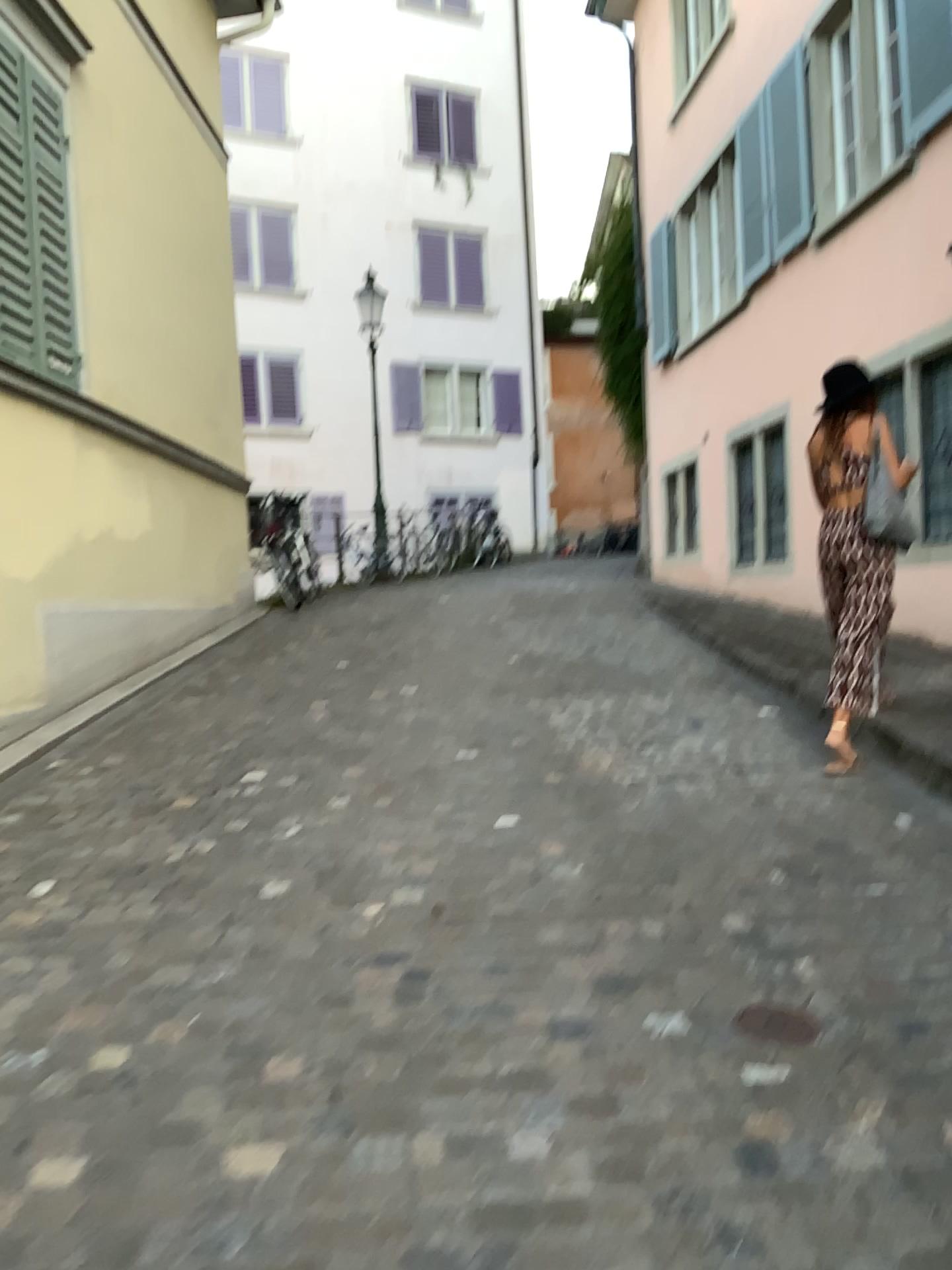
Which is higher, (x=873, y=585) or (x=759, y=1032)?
(x=873, y=585)

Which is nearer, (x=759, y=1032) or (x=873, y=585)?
(x=759, y=1032)

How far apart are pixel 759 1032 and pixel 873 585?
2.5m

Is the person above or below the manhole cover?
above

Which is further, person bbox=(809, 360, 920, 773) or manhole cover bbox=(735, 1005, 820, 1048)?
person bbox=(809, 360, 920, 773)

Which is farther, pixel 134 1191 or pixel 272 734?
pixel 272 734

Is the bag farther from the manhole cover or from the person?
the manhole cover

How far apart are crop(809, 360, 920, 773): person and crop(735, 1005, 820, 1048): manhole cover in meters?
2.0

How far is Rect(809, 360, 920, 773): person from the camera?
4.5 meters

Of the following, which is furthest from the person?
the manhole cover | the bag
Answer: the manhole cover
